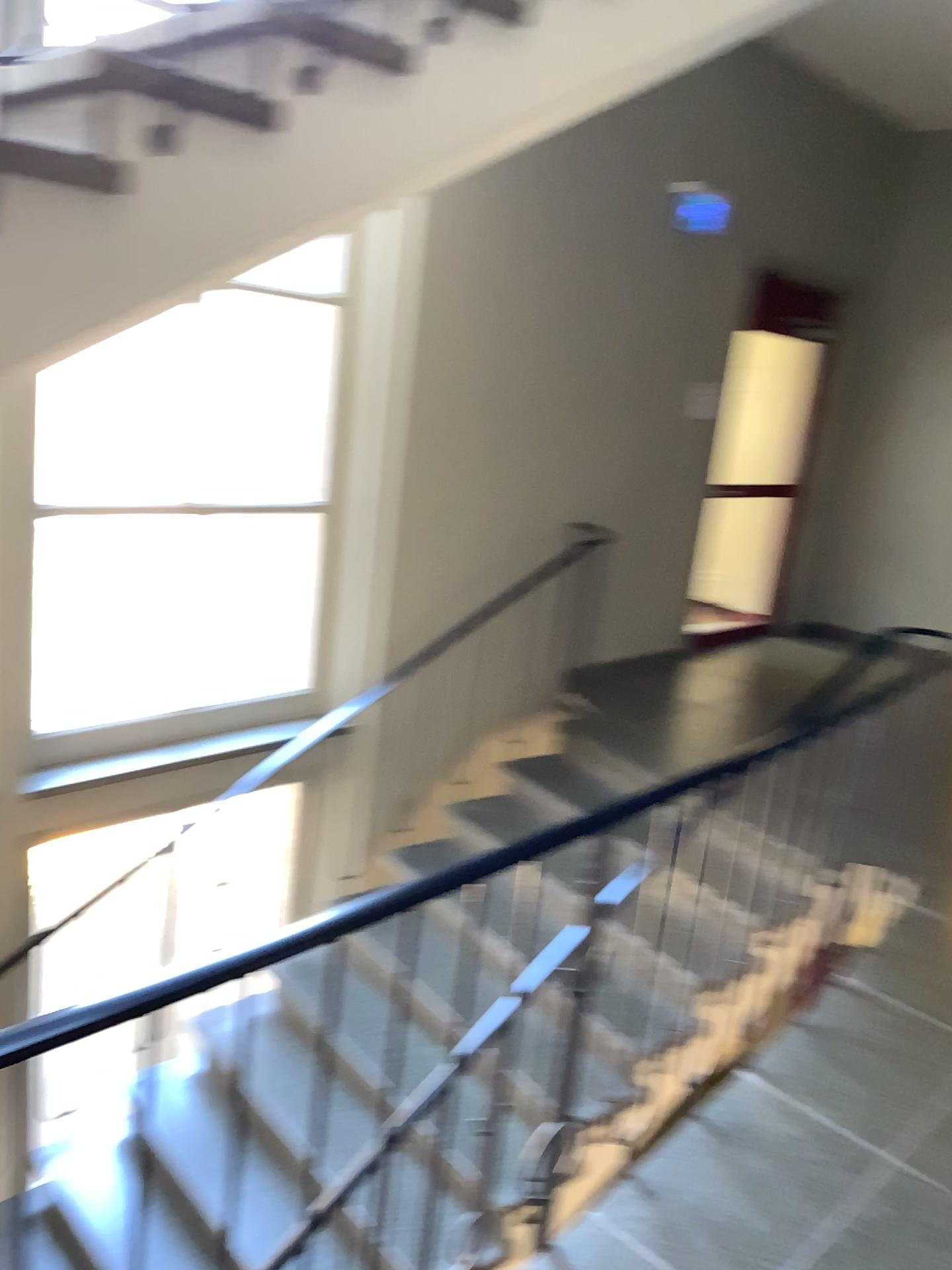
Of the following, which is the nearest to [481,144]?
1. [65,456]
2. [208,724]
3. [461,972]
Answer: [65,456]
